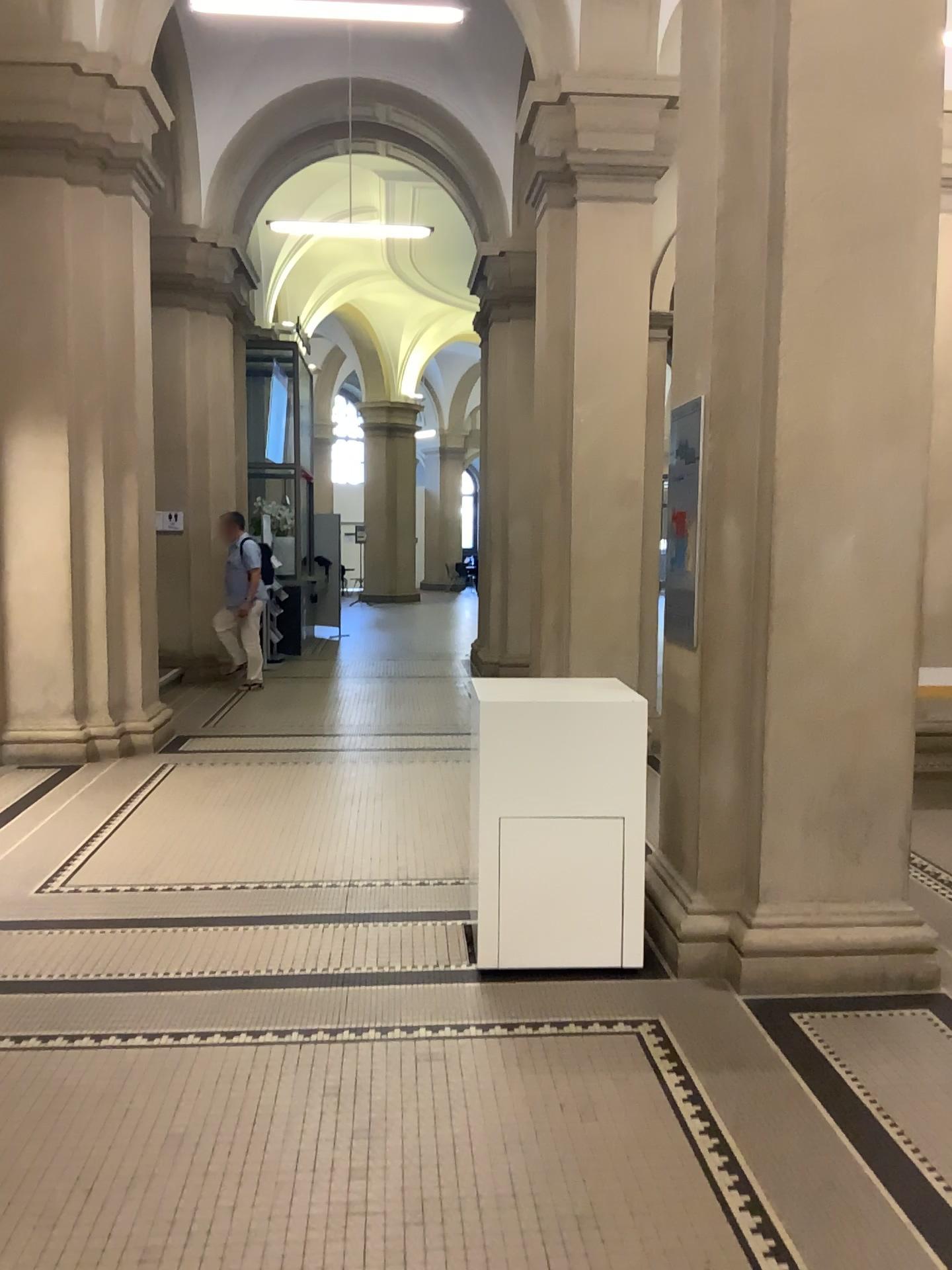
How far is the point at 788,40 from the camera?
3.54m

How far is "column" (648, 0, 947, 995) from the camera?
3.5m

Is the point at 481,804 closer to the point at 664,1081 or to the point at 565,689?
the point at 565,689
